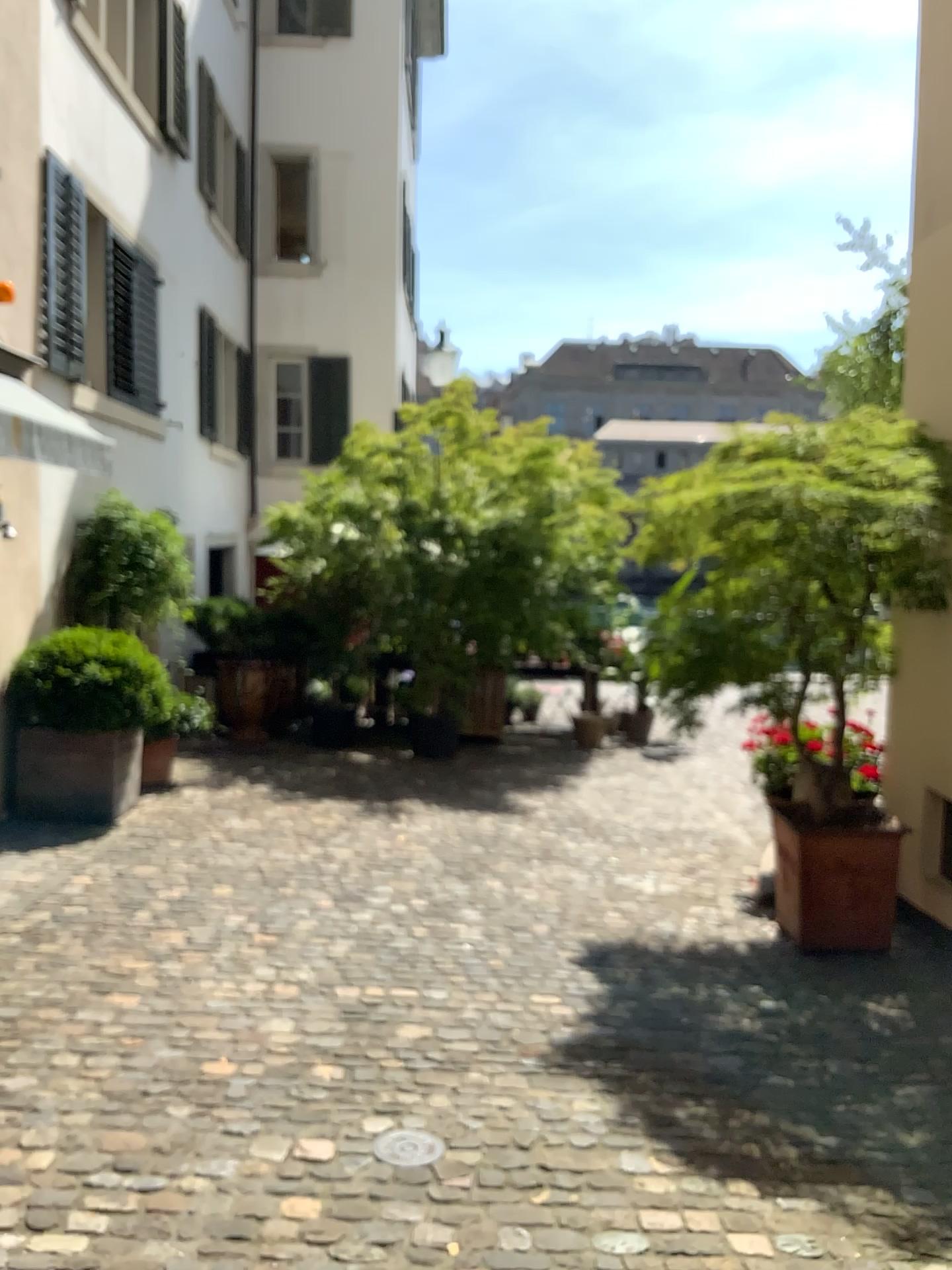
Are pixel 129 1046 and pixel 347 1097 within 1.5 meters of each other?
yes

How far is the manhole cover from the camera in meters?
2.8 m

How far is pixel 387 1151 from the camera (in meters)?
2.75
